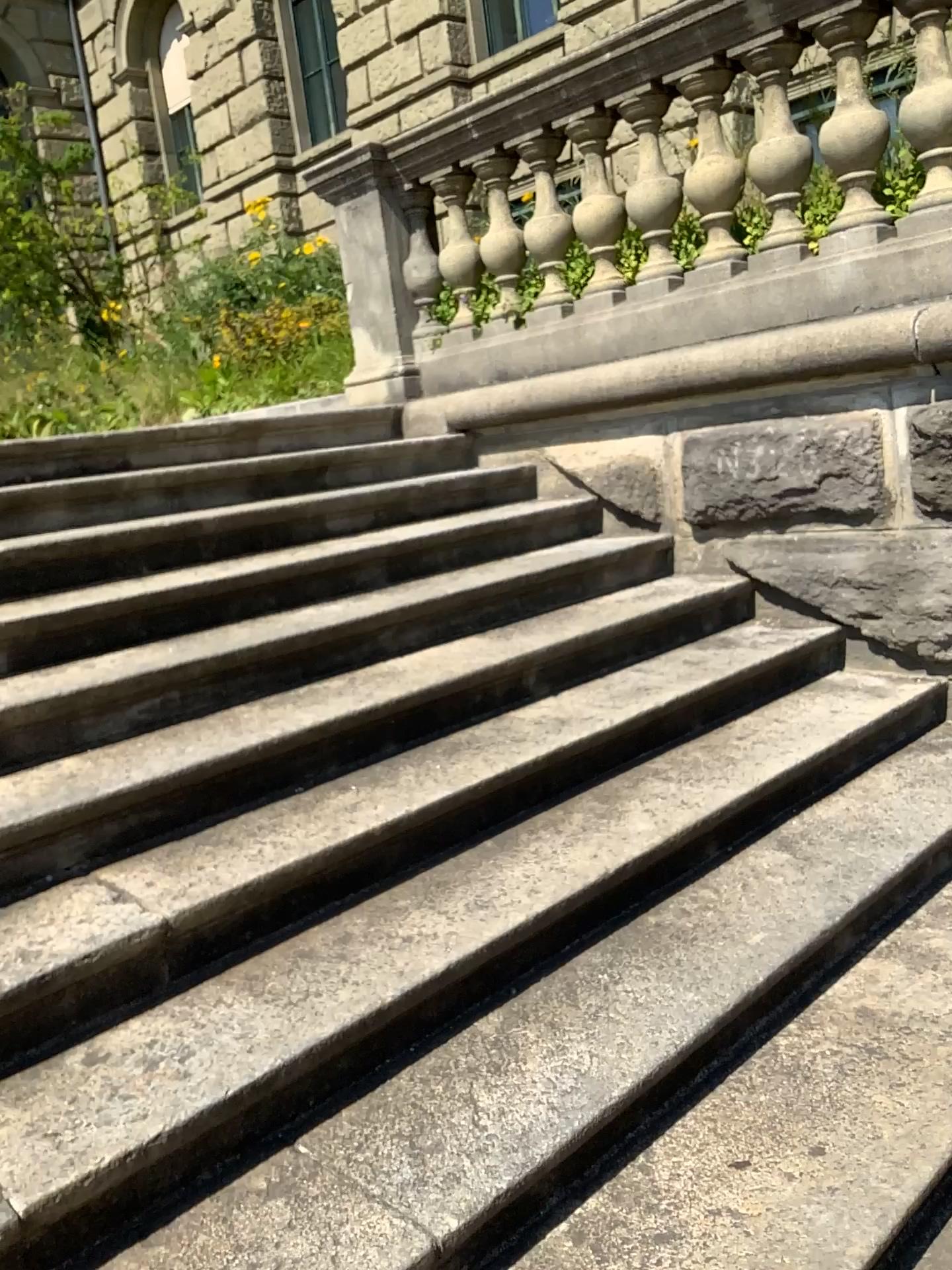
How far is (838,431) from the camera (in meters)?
3.17

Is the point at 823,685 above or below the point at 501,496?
below

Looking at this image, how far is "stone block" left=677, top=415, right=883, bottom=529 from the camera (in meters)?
3.17
